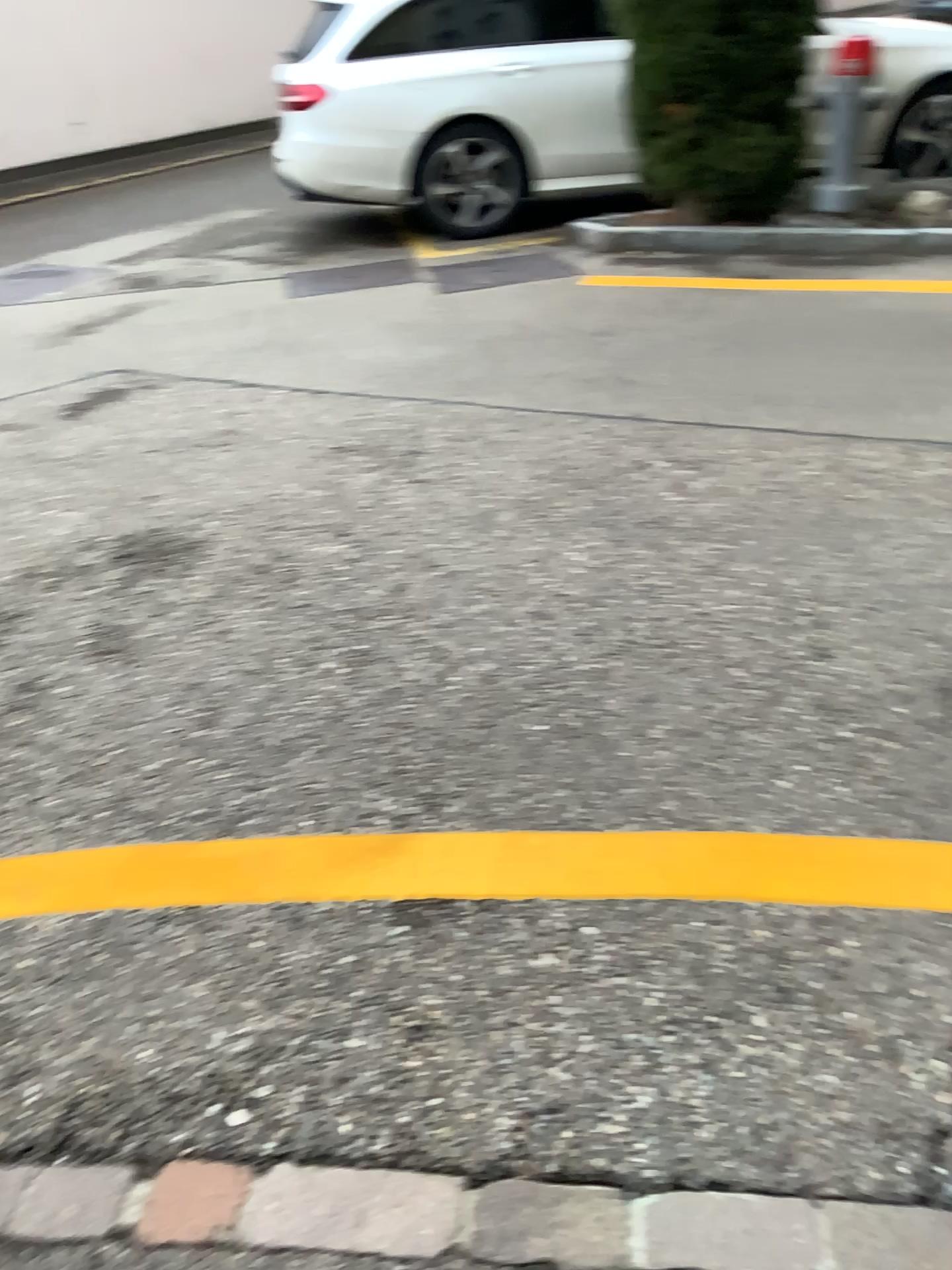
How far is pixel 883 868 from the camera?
1.73m

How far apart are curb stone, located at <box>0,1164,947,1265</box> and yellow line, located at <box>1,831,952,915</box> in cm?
48

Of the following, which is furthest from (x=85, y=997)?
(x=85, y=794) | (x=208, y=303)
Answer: (x=208, y=303)

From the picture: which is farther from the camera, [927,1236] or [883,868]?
[883,868]

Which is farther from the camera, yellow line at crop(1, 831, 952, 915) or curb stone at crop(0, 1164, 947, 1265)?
yellow line at crop(1, 831, 952, 915)

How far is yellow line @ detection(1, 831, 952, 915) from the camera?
1.73m

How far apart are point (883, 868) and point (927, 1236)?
0.60m

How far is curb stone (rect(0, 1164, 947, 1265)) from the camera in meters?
1.2 m
